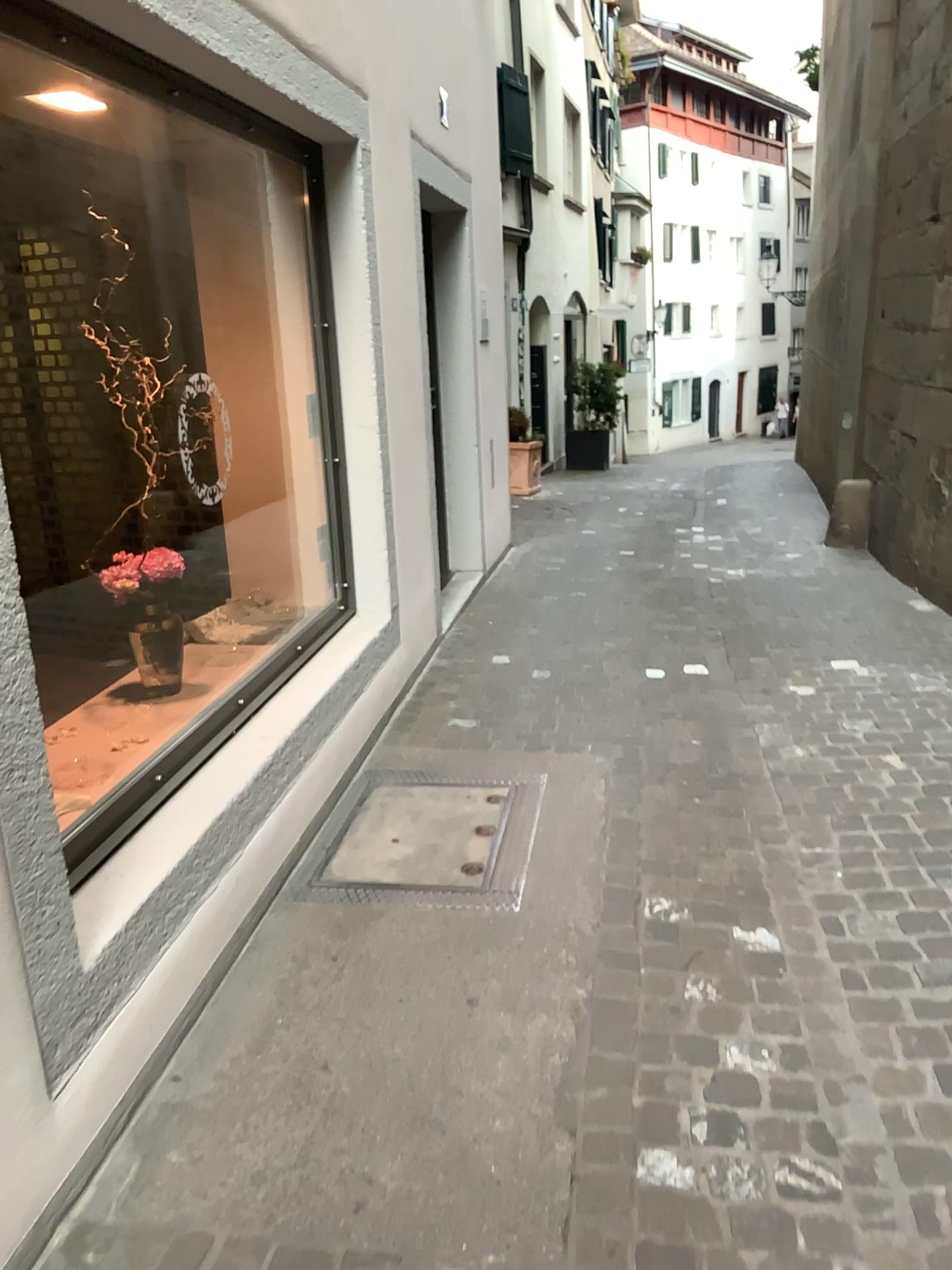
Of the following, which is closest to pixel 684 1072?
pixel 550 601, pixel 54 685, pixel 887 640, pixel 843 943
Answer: pixel 843 943
